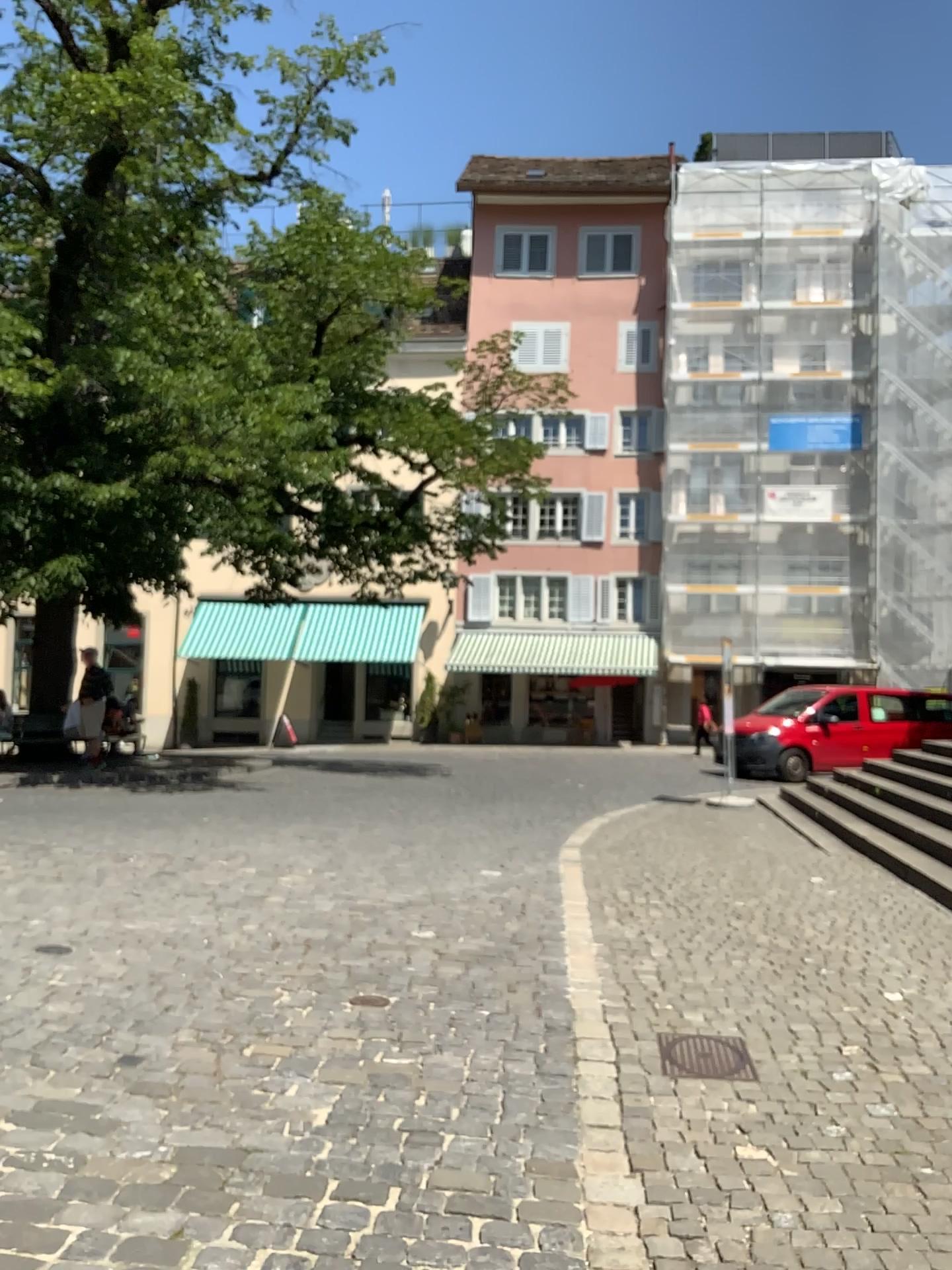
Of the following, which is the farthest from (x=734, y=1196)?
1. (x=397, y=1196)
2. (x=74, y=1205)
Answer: (x=74, y=1205)
